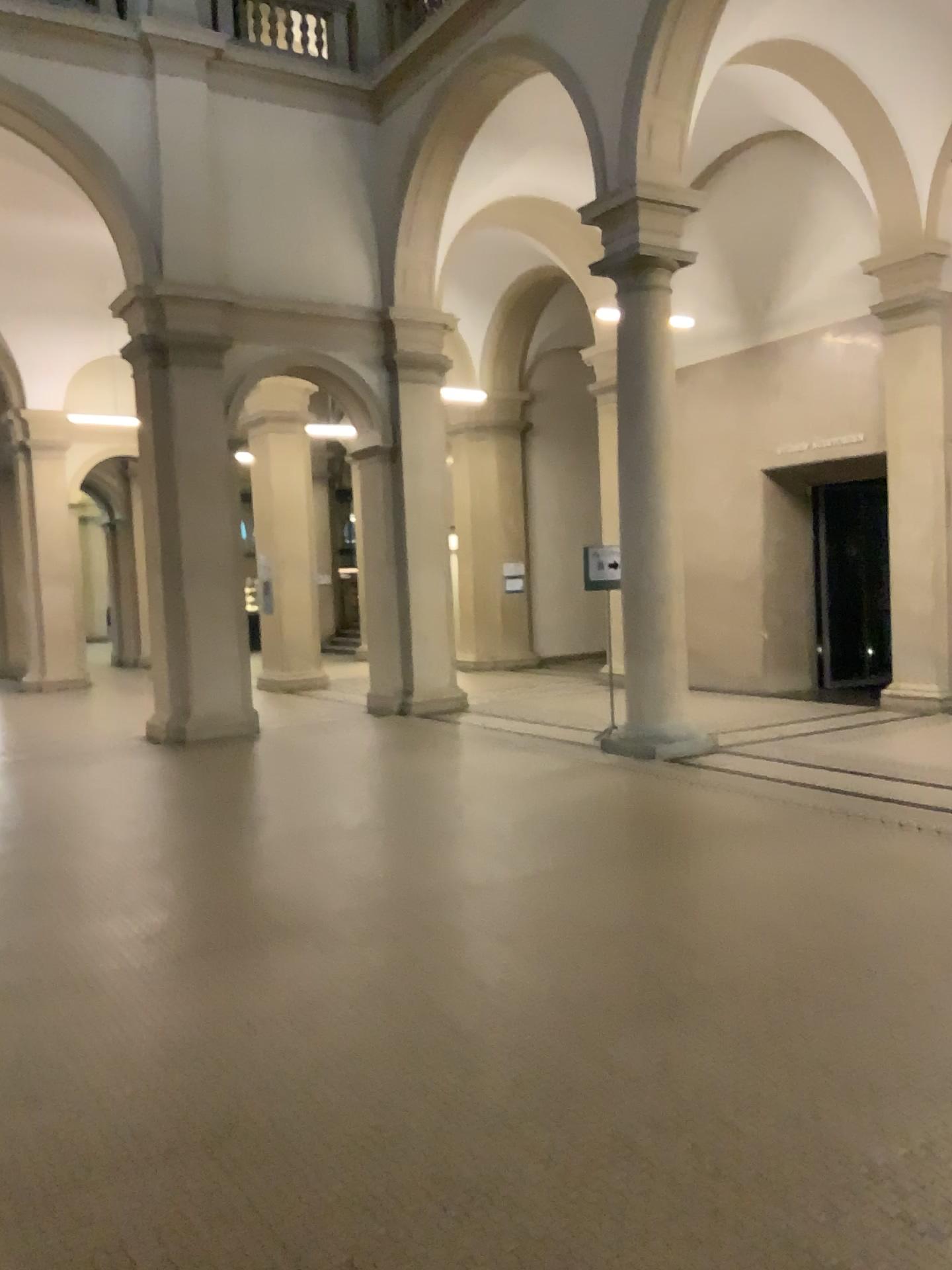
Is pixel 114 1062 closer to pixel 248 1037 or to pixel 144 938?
pixel 248 1037
